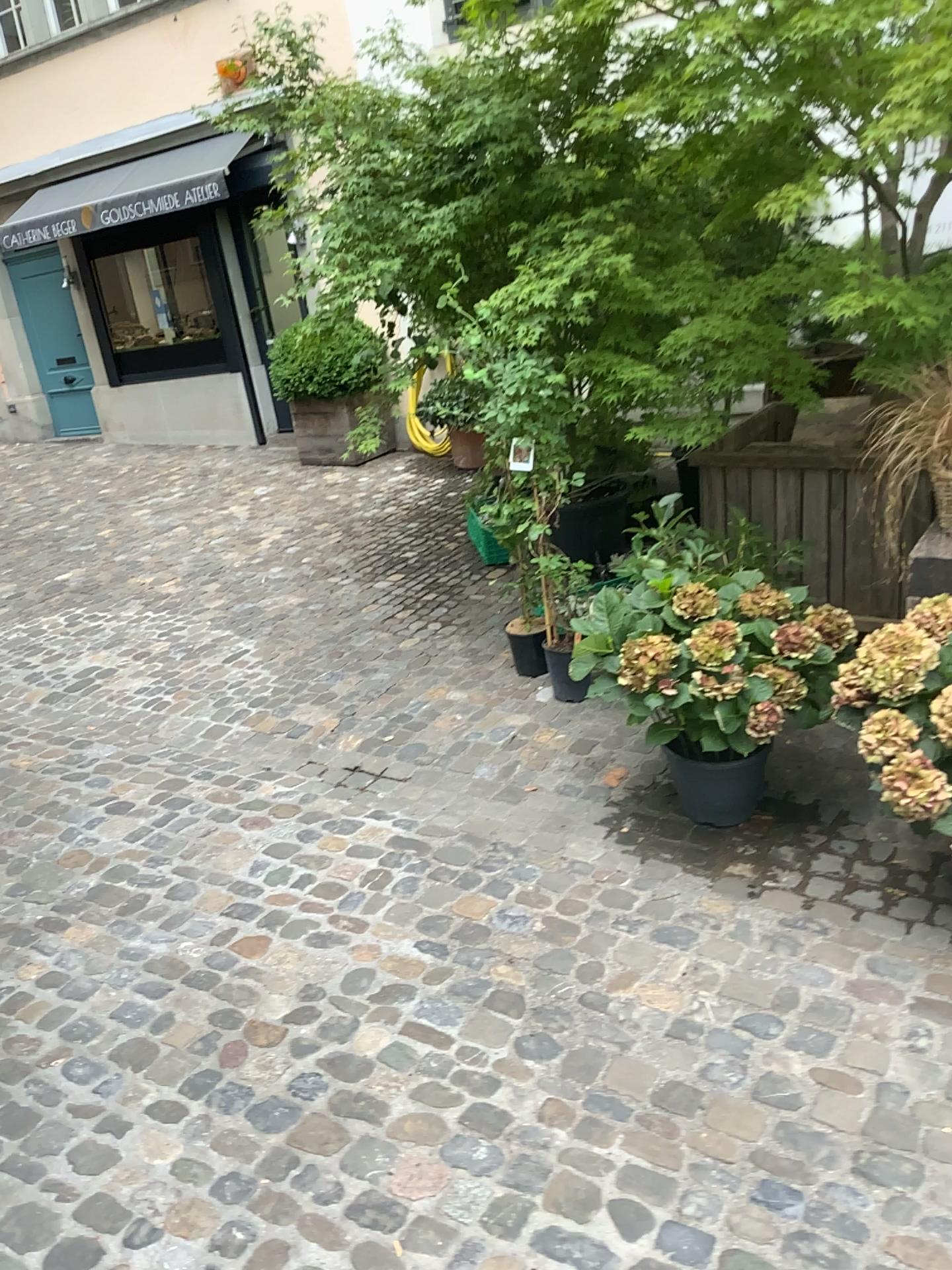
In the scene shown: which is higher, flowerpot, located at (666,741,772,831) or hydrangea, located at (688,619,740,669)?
hydrangea, located at (688,619,740,669)

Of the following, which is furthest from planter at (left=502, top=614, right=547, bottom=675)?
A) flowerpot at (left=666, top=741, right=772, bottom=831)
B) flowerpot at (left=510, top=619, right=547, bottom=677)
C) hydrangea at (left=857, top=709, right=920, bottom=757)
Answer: hydrangea at (left=857, top=709, right=920, bottom=757)

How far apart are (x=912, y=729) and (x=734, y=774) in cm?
74

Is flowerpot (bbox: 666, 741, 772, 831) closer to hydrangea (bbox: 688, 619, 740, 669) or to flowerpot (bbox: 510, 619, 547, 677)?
hydrangea (bbox: 688, 619, 740, 669)

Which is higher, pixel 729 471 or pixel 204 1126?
pixel 729 471

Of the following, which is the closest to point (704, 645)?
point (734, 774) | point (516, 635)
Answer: point (734, 774)

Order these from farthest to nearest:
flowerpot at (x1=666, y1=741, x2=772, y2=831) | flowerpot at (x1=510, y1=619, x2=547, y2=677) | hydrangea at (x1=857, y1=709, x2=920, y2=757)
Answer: flowerpot at (x1=510, y1=619, x2=547, y2=677), flowerpot at (x1=666, y1=741, x2=772, y2=831), hydrangea at (x1=857, y1=709, x2=920, y2=757)

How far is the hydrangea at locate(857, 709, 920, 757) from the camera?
2.3m

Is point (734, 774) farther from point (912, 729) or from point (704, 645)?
point (912, 729)

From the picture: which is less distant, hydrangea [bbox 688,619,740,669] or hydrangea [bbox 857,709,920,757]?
hydrangea [bbox 857,709,920,757]
